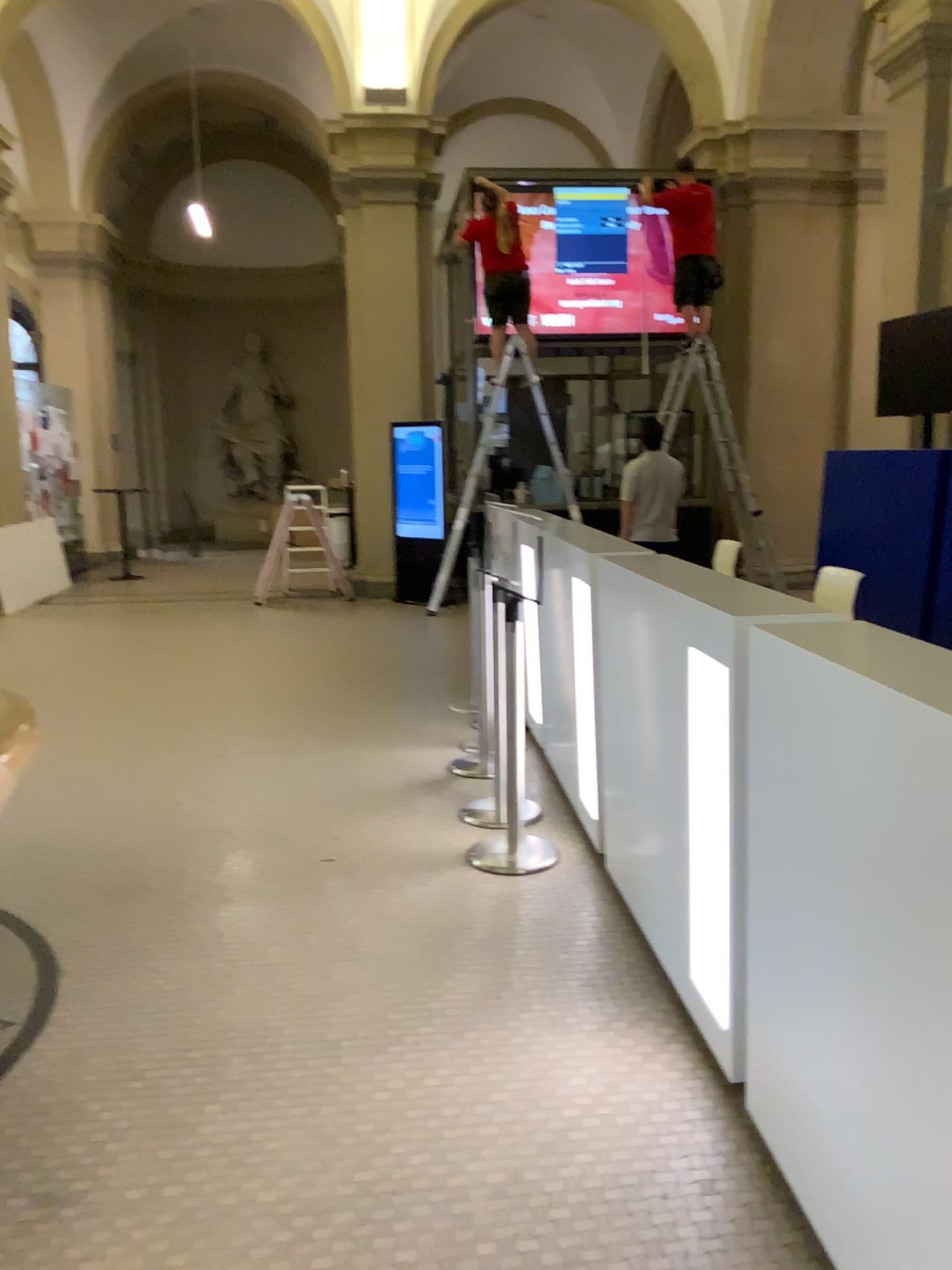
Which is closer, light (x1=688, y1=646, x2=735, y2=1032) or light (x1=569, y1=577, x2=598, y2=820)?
light (x1=688, y1=646, x2=735, y2=1032)

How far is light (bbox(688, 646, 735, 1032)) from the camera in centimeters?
233cm

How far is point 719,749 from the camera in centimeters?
233cm

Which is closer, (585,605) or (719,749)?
(719,749)

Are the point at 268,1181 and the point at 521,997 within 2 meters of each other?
yes
